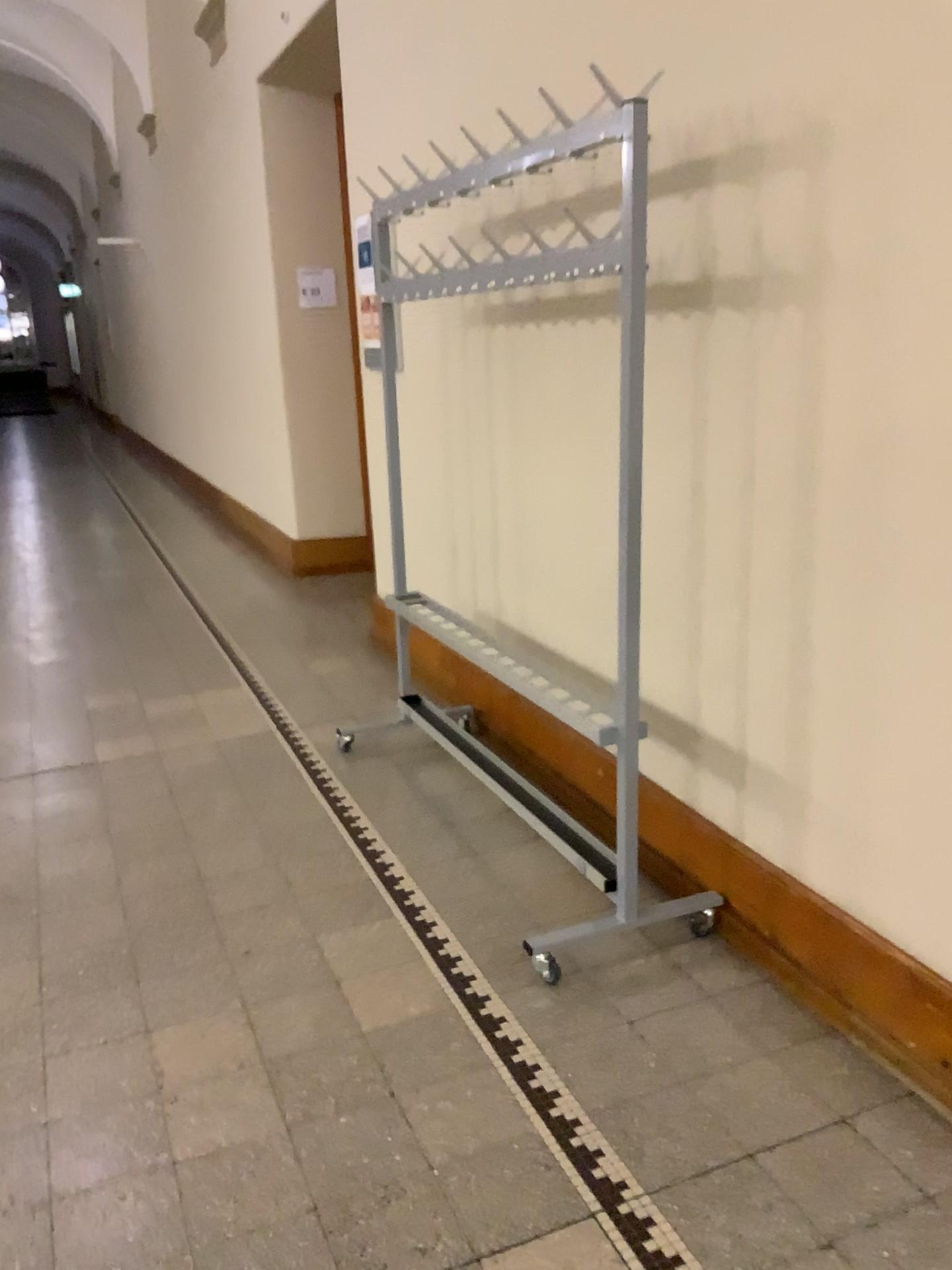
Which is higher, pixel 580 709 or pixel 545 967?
pixel 580 709

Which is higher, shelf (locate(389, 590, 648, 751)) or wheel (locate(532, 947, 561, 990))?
shelf (locate(389, 590, 648, 751))

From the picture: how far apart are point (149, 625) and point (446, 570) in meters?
1.8
